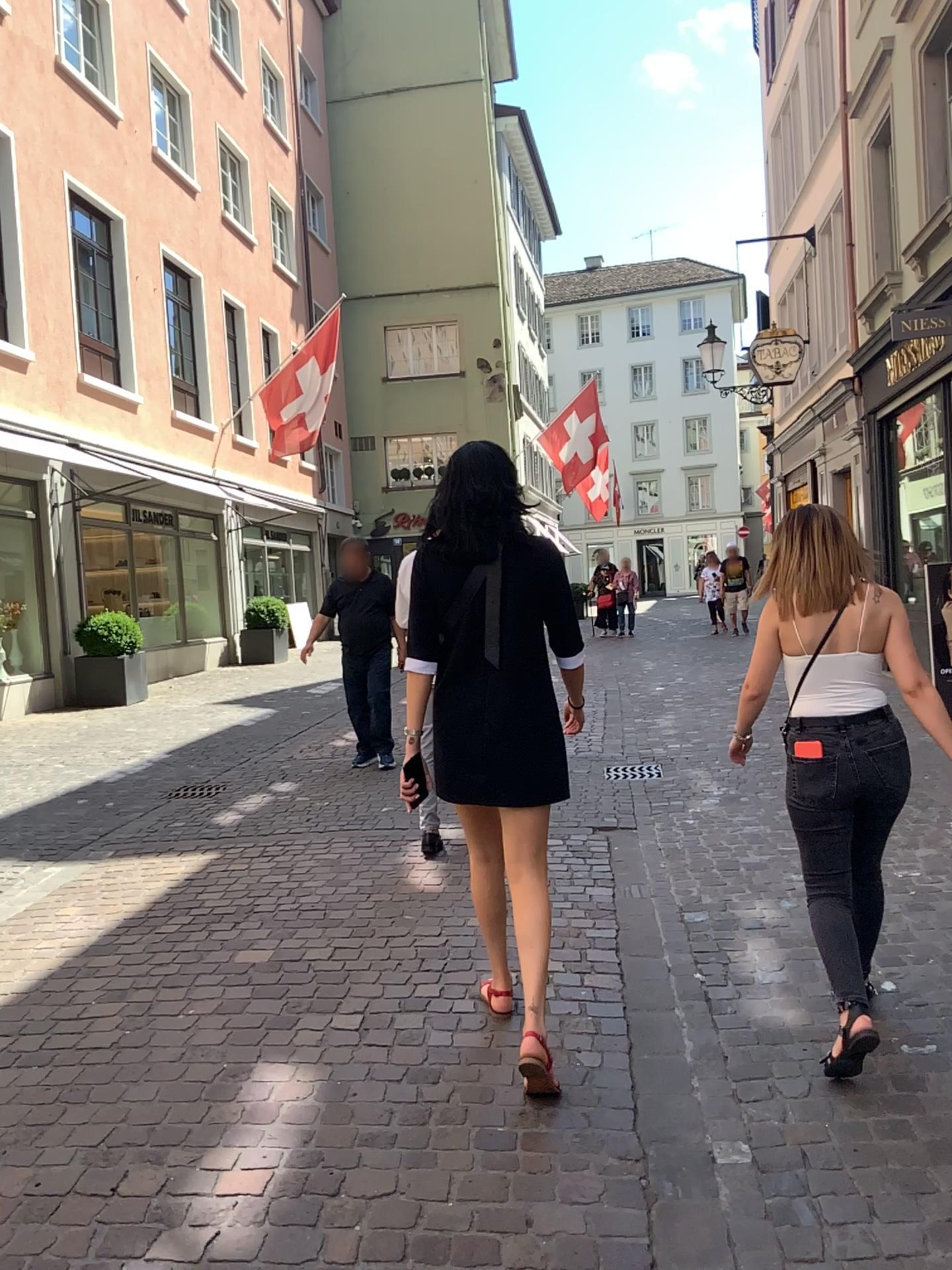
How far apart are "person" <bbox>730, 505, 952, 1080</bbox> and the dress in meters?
0.6 m

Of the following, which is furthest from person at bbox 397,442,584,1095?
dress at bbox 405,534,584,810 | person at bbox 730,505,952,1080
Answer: person at bbox 730,505,952,1080

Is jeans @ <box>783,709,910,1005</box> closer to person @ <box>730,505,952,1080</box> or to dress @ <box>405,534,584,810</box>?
person @ <box>730,505,952,1080</box>

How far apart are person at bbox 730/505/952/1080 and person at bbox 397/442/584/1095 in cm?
57

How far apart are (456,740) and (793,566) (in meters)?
1.06

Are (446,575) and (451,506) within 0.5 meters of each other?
yes

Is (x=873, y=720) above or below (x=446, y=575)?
below

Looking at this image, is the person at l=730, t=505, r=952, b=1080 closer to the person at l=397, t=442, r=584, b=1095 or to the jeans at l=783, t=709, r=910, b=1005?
the jeans at l=783, t=709, r=910, b=1005

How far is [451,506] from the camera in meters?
2.9

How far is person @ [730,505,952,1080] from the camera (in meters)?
2.88
